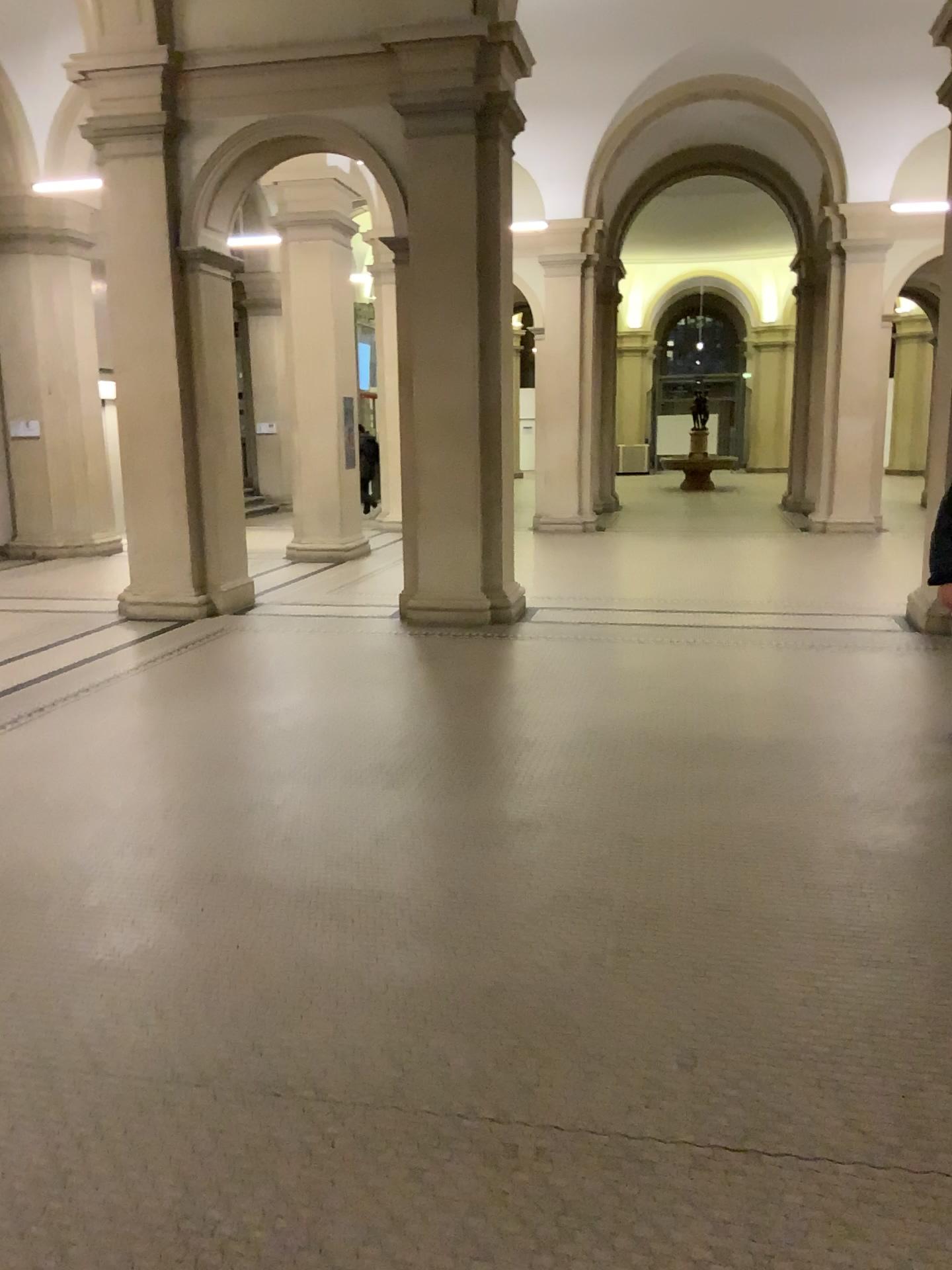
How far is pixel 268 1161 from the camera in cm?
241
